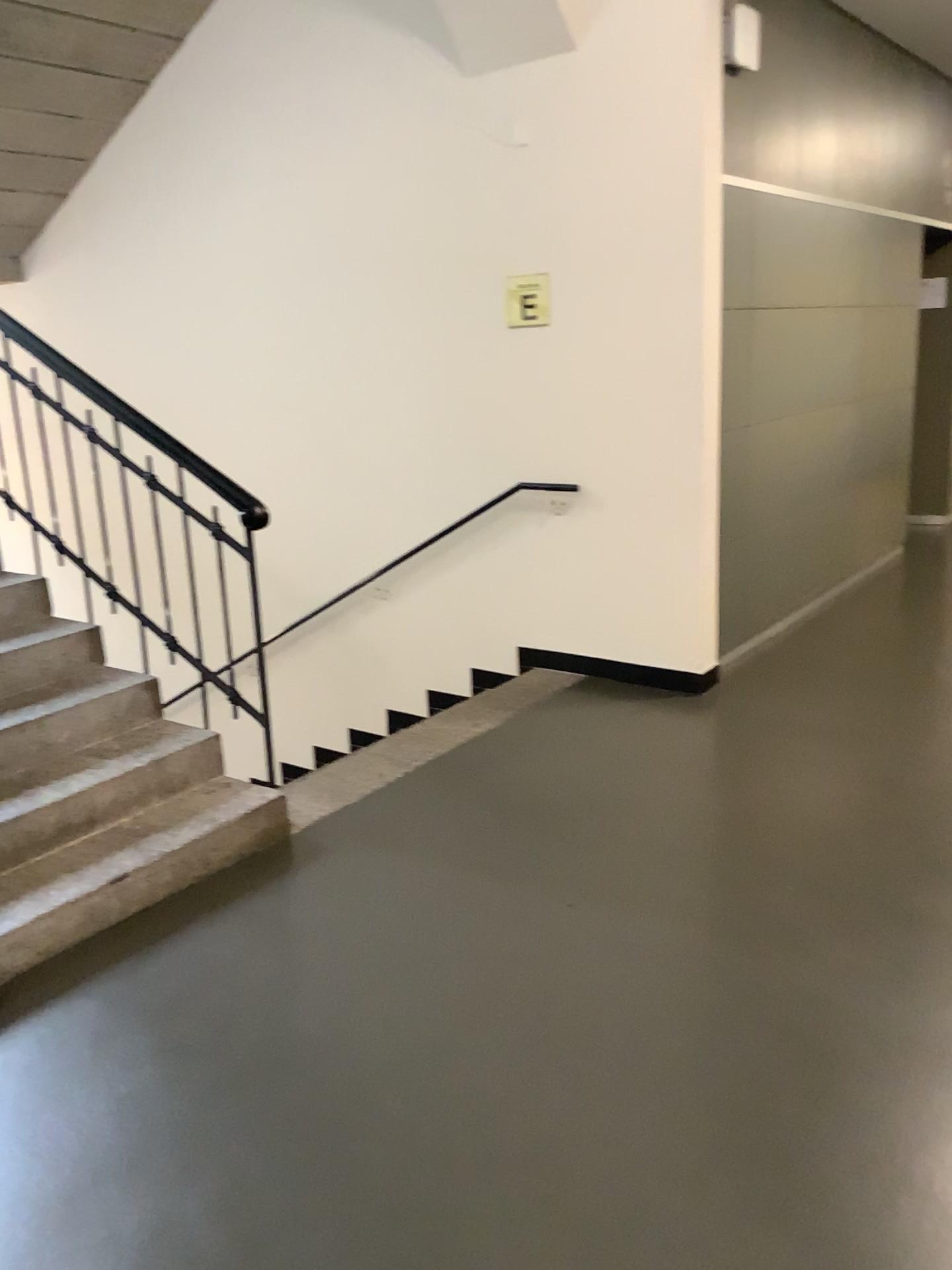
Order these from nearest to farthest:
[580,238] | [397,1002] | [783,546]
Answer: [397,1002], [580,238], [783,546]
